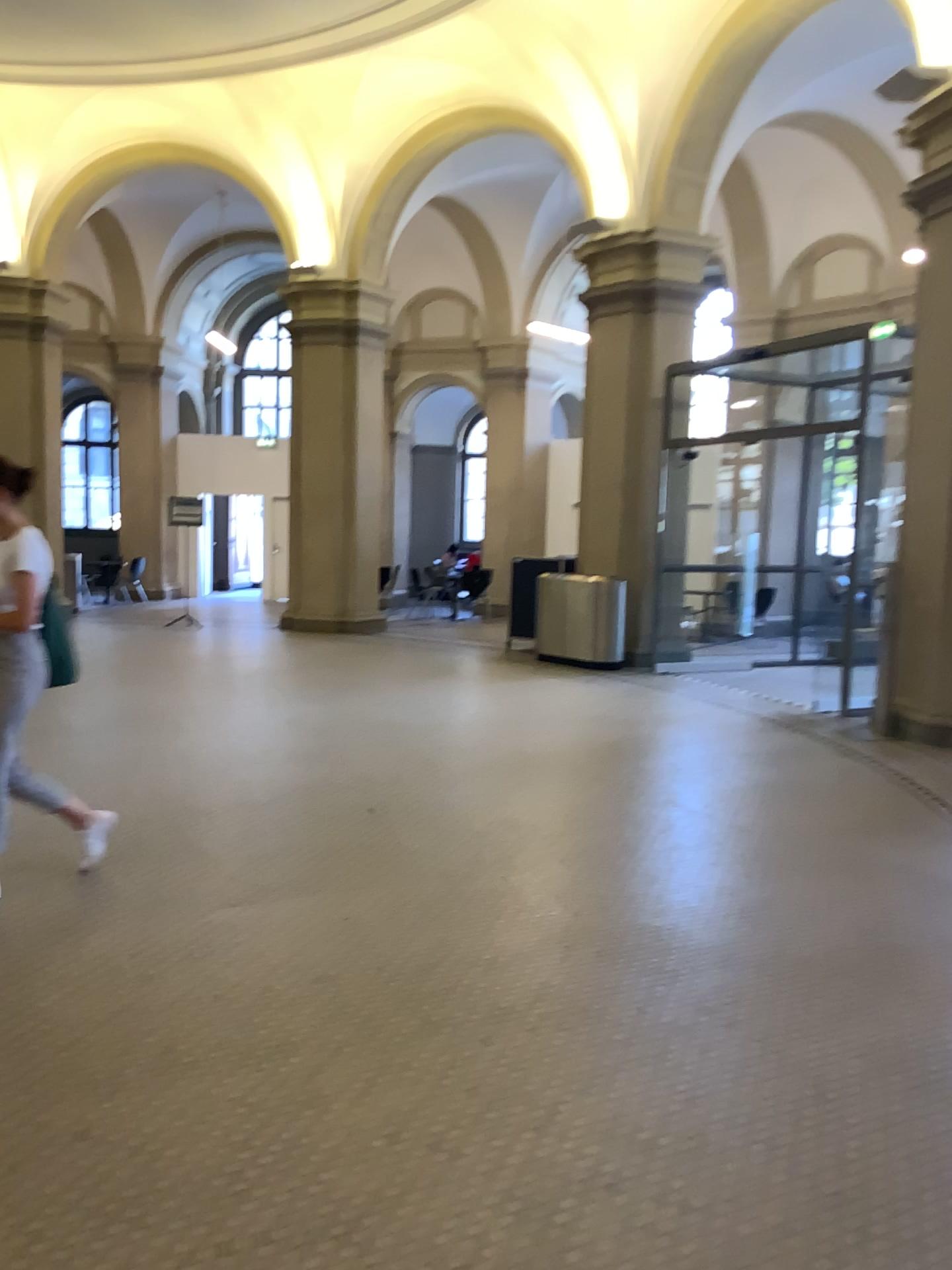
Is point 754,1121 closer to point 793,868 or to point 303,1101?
point 303,1101
